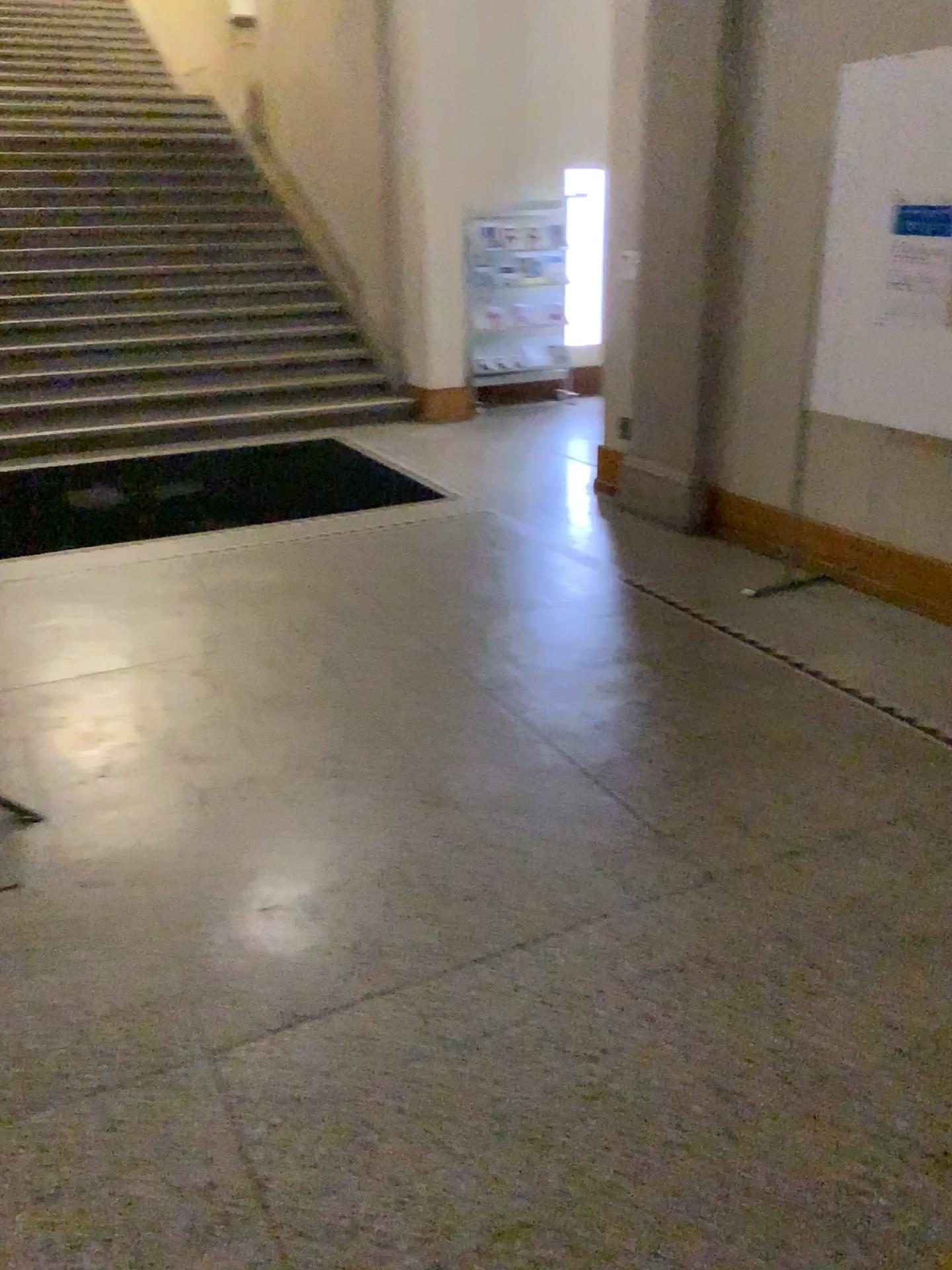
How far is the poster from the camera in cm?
346

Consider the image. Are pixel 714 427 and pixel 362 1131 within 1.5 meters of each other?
no

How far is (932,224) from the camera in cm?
346

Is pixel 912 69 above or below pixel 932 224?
above
